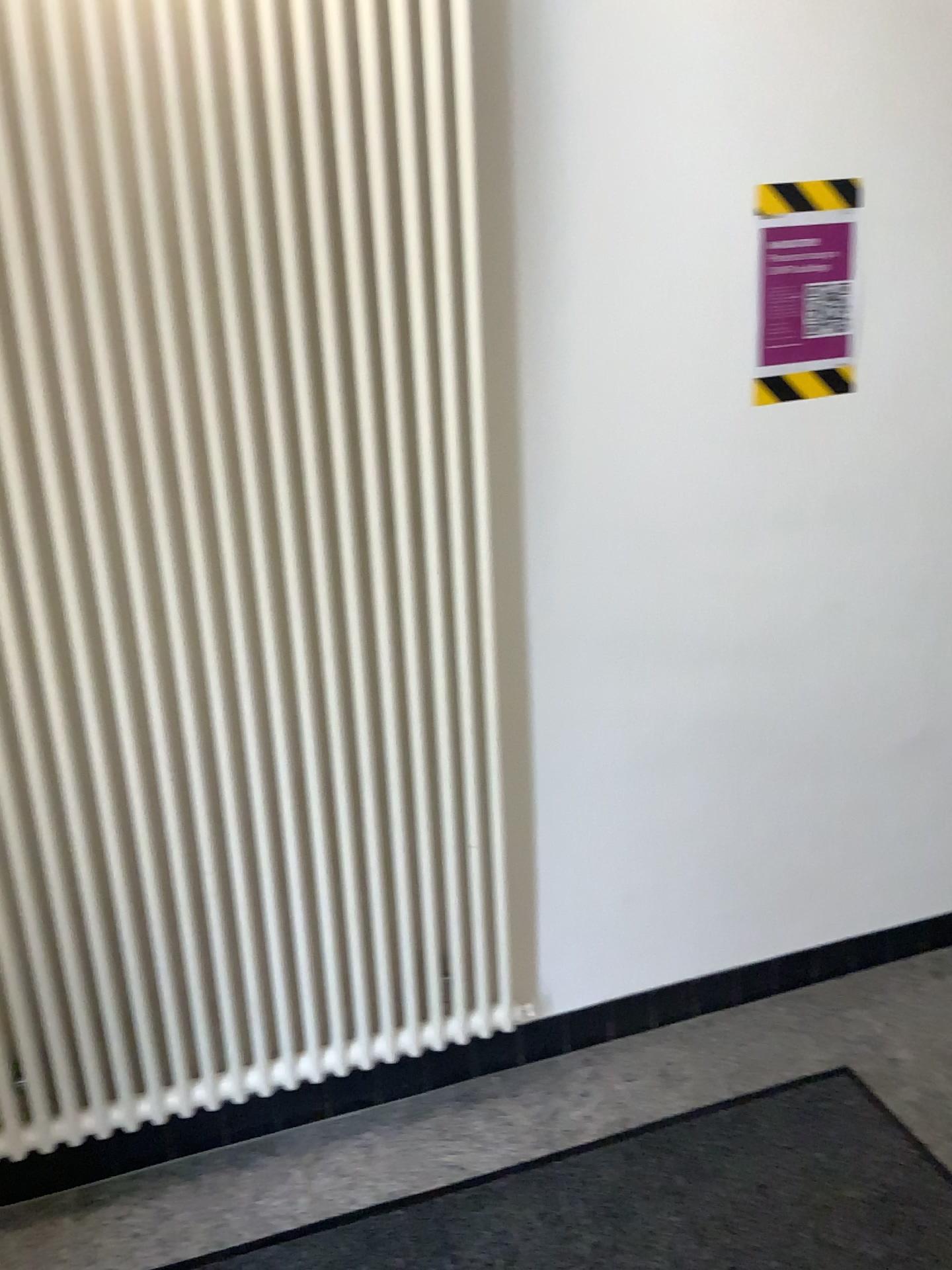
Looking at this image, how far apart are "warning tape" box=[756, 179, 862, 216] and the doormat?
1.6m

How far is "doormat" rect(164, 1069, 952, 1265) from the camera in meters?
1.7

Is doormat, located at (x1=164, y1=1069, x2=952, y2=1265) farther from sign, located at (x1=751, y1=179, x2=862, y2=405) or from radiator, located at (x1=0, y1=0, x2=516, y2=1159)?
sign, located at (x1=751, y1=179, x2=862, y2=405)

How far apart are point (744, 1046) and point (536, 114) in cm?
178

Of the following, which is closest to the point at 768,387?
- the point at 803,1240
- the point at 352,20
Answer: the point at 352,20

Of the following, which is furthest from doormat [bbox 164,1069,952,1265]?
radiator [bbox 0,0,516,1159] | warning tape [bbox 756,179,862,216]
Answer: warning tape [bbox 756,179,862,216]

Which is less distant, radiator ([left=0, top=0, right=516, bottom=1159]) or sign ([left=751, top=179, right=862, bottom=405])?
radiator ([left=0, top=0, right=516, bottom=1159])

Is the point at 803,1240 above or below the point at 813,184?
below

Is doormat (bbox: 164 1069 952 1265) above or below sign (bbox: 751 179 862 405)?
below

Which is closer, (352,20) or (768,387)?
(352,20)
